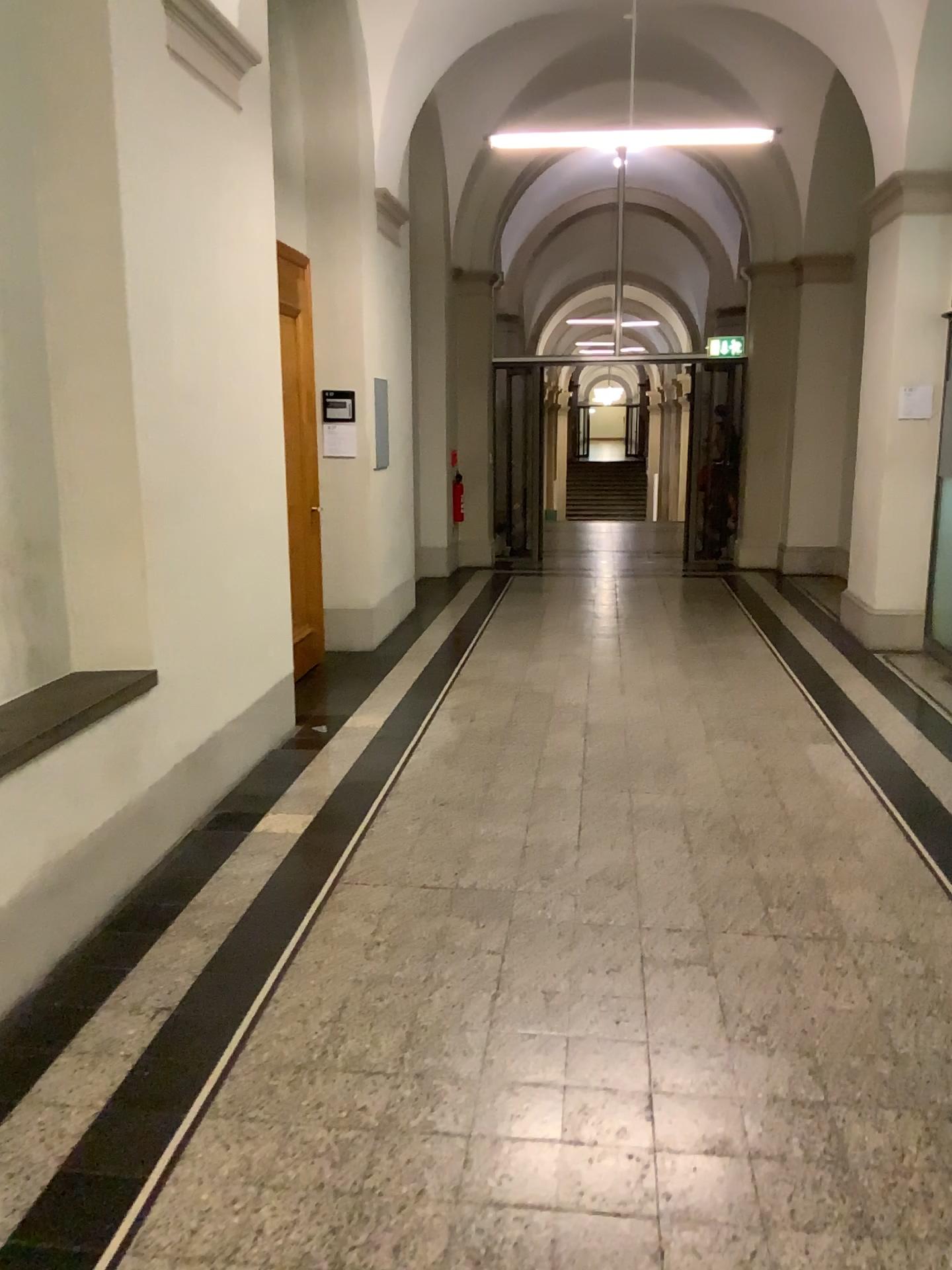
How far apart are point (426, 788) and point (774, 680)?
2.5 meters
